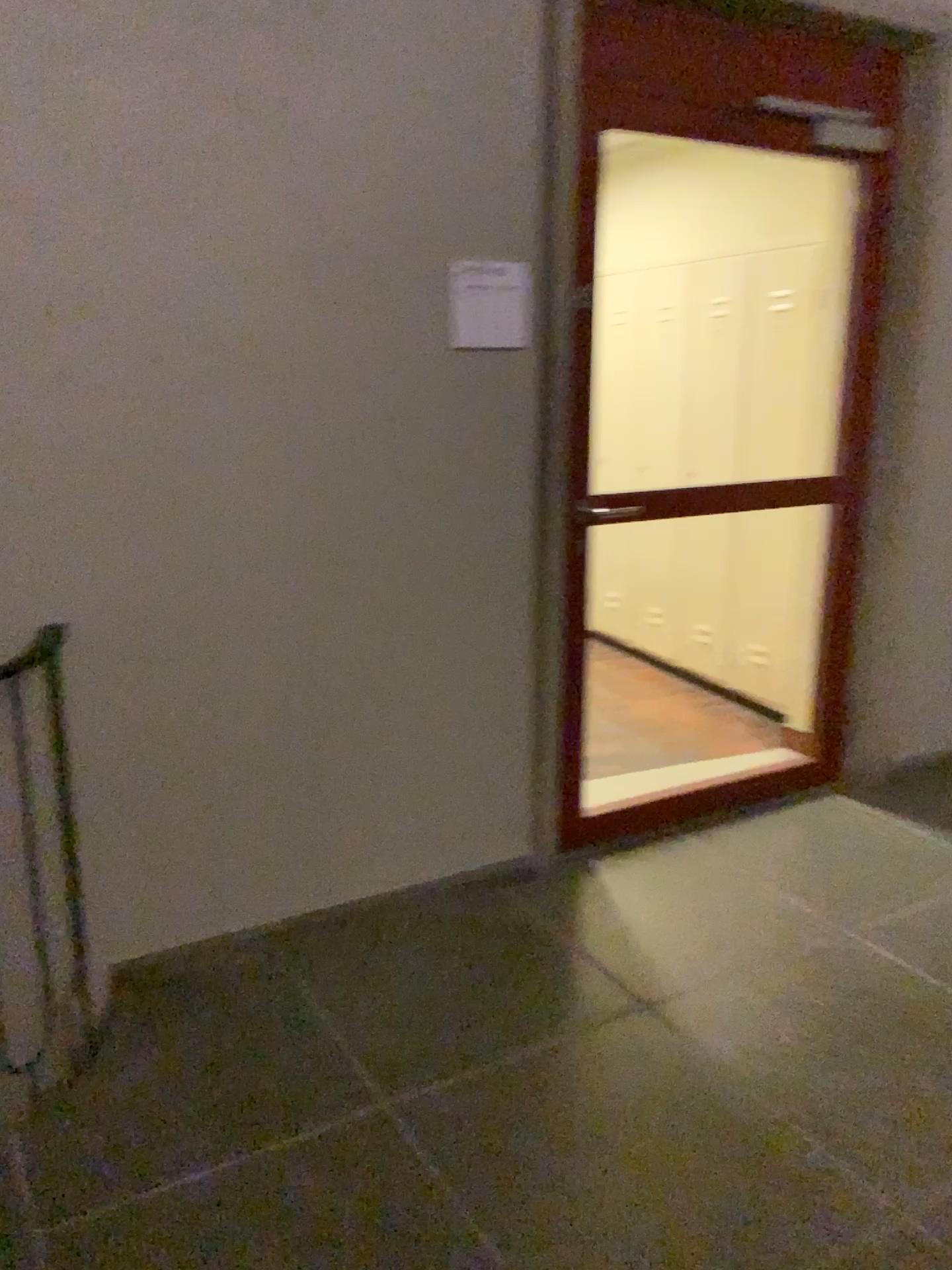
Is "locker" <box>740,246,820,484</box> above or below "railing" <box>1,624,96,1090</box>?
above

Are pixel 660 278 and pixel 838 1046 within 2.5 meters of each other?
no

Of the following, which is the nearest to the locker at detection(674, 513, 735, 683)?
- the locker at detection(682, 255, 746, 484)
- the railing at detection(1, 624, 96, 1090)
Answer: the locker at detection(682, 255, 746, 484)

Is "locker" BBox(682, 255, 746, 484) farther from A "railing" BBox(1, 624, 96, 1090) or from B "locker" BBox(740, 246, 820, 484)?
A "railing" BBox(1, 624, 96, 1090)

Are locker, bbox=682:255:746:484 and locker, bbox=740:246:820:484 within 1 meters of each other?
yes

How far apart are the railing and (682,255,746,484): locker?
3.0 meters

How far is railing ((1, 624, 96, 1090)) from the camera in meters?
2.3 m

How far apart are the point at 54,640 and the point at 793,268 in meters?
3.1 m

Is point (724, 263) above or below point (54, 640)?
above

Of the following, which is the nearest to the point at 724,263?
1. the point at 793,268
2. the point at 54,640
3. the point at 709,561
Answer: the point at 793,268
